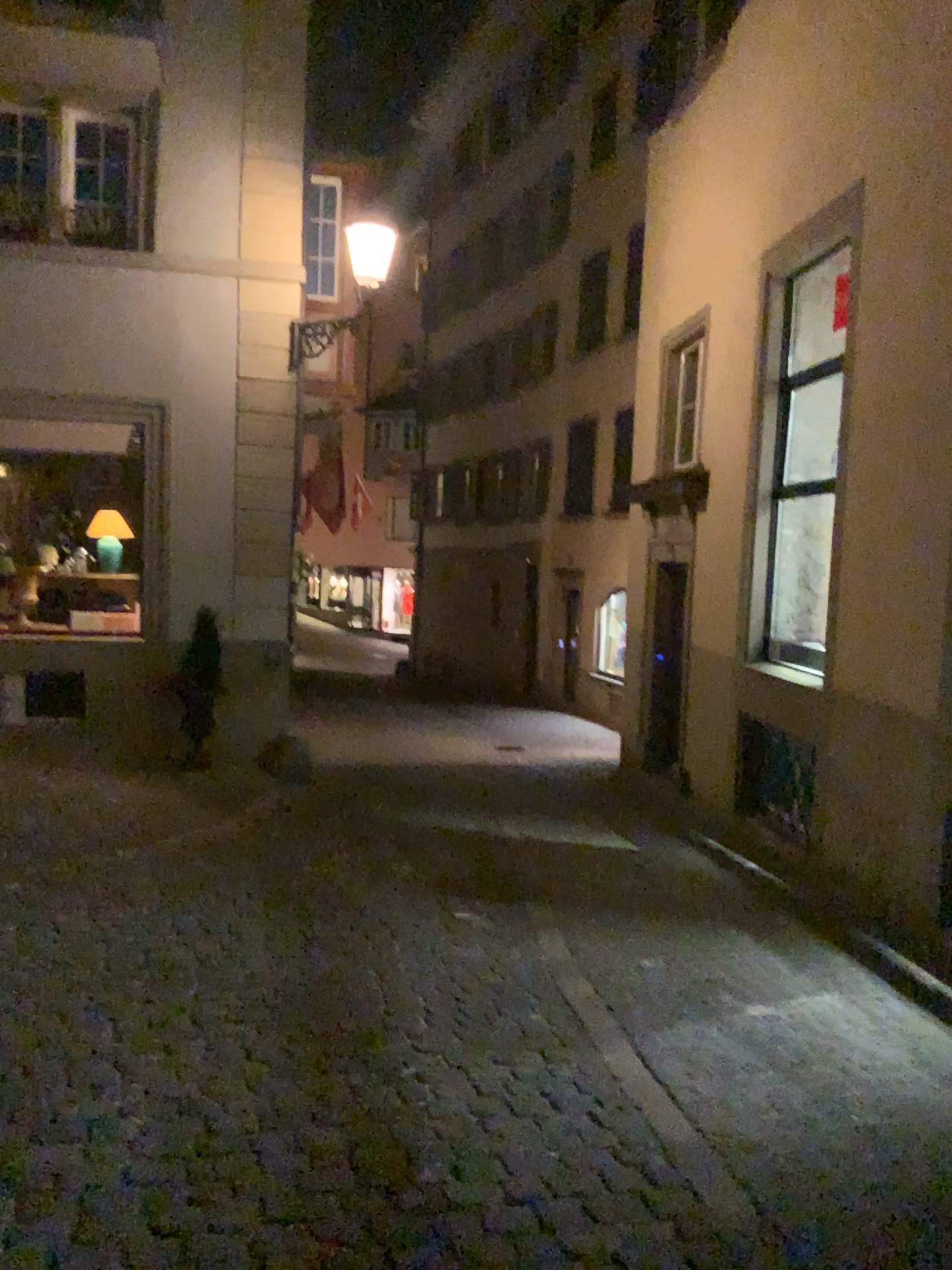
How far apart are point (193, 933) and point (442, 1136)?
2.0m
